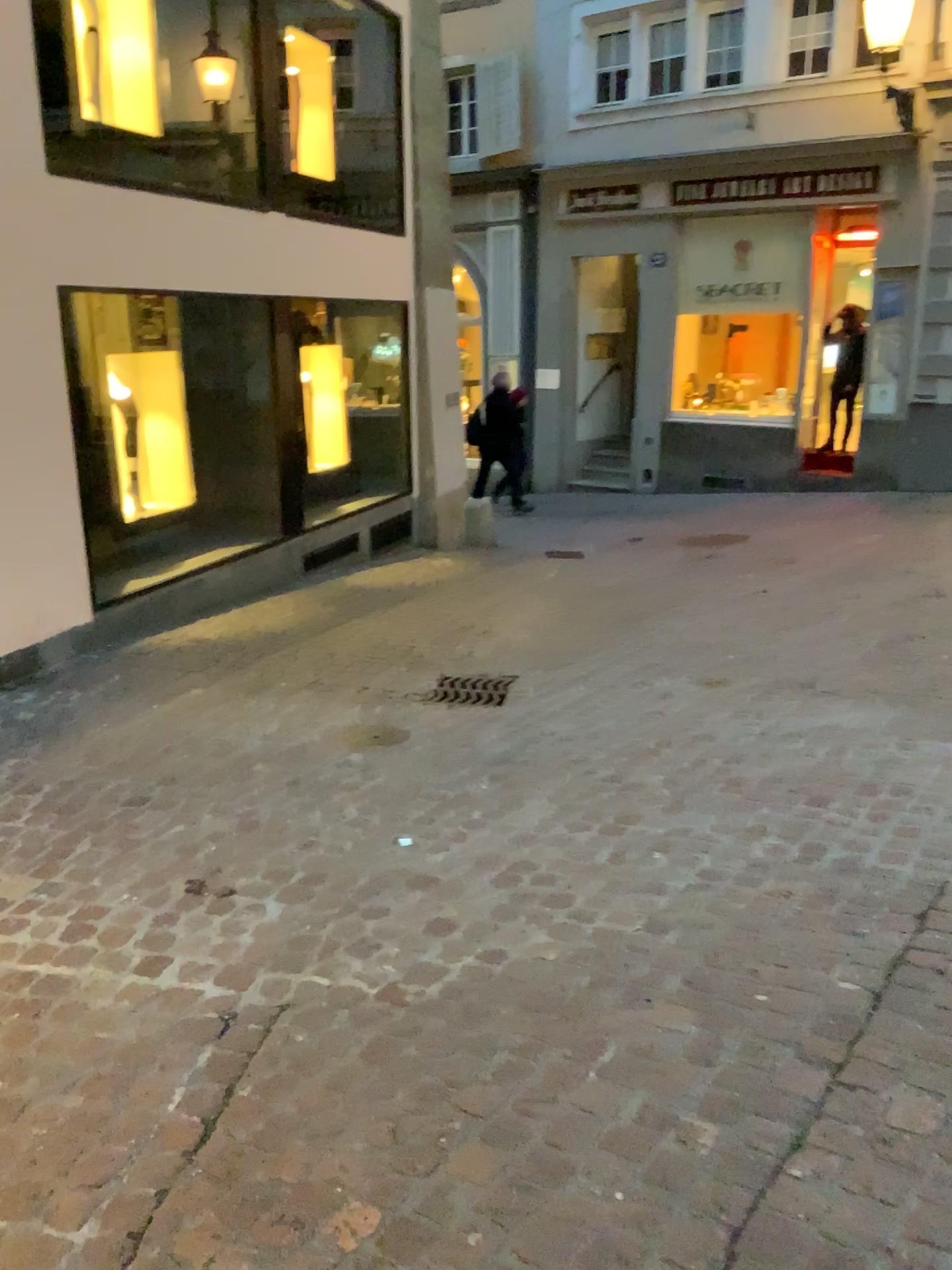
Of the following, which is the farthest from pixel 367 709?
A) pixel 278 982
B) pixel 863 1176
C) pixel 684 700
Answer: pixel 863 1176
